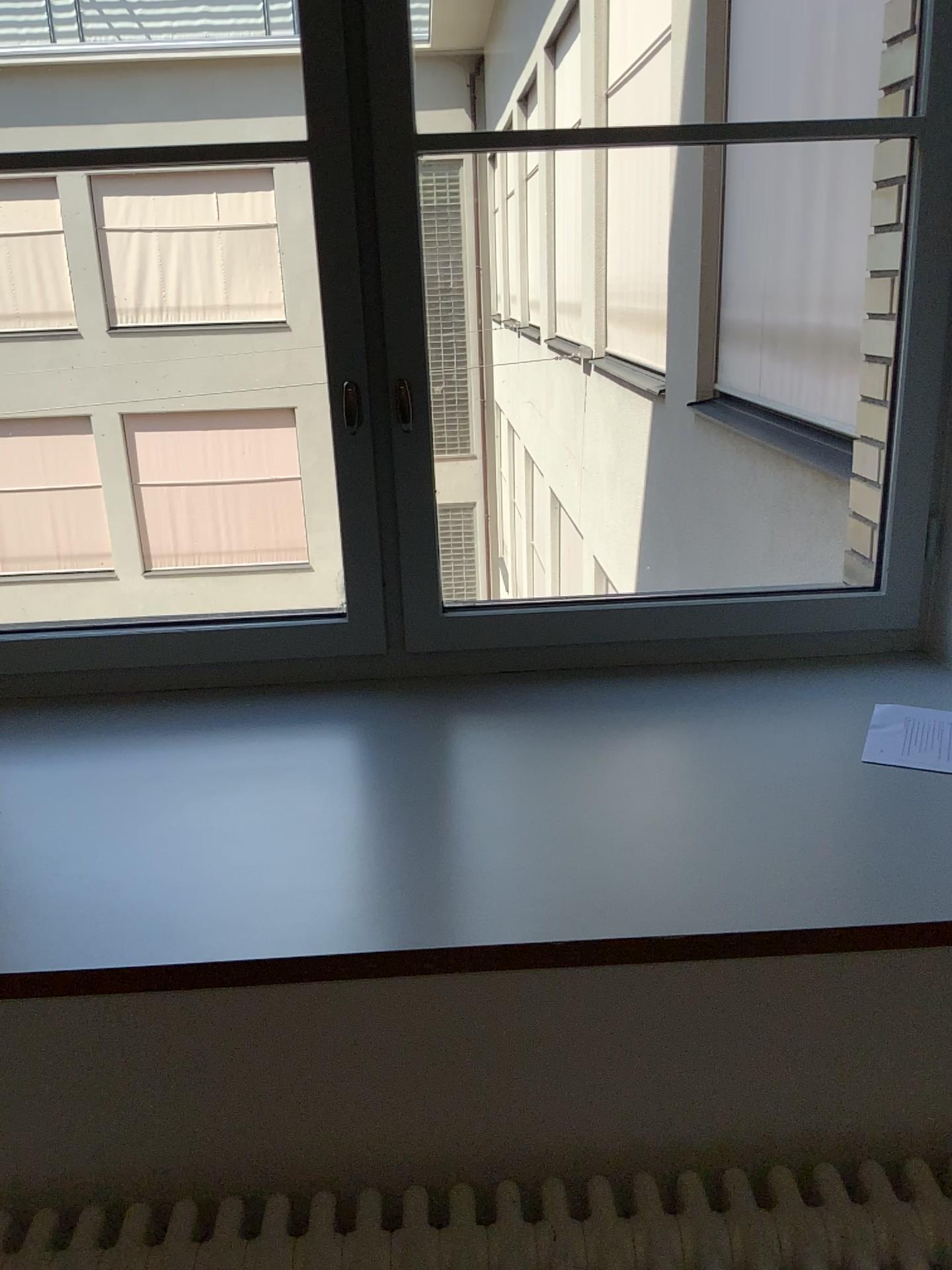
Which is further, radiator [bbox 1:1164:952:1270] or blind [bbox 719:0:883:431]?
blind [bbox 719:0:883:431]

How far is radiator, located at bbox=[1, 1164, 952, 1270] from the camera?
1.0m

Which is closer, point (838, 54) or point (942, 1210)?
point (942, 1210)

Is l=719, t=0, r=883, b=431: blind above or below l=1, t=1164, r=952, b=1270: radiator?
above

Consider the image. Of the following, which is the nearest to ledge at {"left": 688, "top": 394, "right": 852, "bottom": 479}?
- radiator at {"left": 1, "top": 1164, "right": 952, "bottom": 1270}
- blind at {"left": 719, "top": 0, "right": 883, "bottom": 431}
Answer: blind at {"left": 719, "top": 0, "right": 883, "bottom": 431}

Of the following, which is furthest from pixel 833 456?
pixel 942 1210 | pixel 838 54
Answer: pixel 942 1210

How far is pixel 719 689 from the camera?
1.6m

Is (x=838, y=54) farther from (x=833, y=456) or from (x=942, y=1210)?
(x=942, y=1210)

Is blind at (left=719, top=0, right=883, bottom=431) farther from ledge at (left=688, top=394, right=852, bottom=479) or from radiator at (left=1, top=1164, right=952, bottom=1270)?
radiator at (left=1, top=1164, right=952, bottom=1270)
